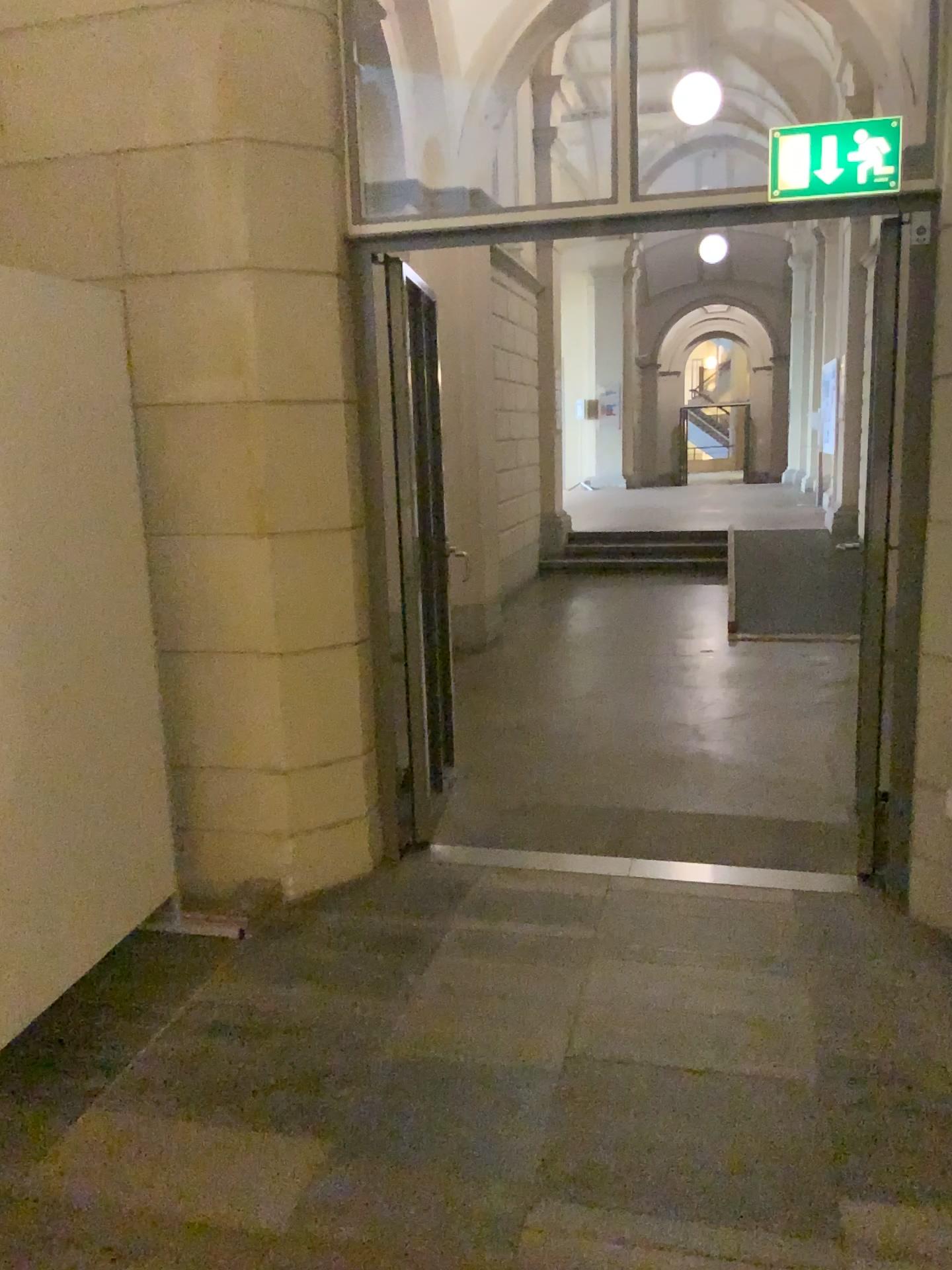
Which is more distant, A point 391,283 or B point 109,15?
A point 391,283

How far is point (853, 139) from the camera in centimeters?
304cm

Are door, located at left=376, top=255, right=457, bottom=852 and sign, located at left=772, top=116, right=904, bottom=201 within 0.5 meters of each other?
no

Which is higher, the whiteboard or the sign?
the sign

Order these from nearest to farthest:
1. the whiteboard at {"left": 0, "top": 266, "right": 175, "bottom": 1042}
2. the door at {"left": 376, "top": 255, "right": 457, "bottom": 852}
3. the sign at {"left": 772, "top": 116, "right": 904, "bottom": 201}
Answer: the whiteboard at {"left": 0, "top": 266, "right": 175, "bottom": 1042}, the sign at {"left": 772, "top": 116, "right": 904, "bottom": 201}, the door at {"left": 376, "top": 255, "right": 457, "bottom": 852}

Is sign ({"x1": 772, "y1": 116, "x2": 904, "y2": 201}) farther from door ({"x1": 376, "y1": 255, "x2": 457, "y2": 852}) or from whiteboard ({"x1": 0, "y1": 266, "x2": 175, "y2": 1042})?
whiteboard ({"x1": 0, "y1": 266, "x2": 175, "y2": 1042})

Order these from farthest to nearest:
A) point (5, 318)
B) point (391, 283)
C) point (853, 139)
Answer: point (391, 283) → point (853, 139) → point (5, 318)

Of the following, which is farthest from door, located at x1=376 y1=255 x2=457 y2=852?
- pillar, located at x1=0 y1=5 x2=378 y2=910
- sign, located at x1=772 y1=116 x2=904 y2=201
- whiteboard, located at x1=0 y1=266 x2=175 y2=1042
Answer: sign, located at x1=772 y1=116 x2=904 y2=201

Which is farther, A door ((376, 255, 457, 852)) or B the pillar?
A door ((376, 255, 457, 852))

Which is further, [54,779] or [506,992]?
[506,992]
